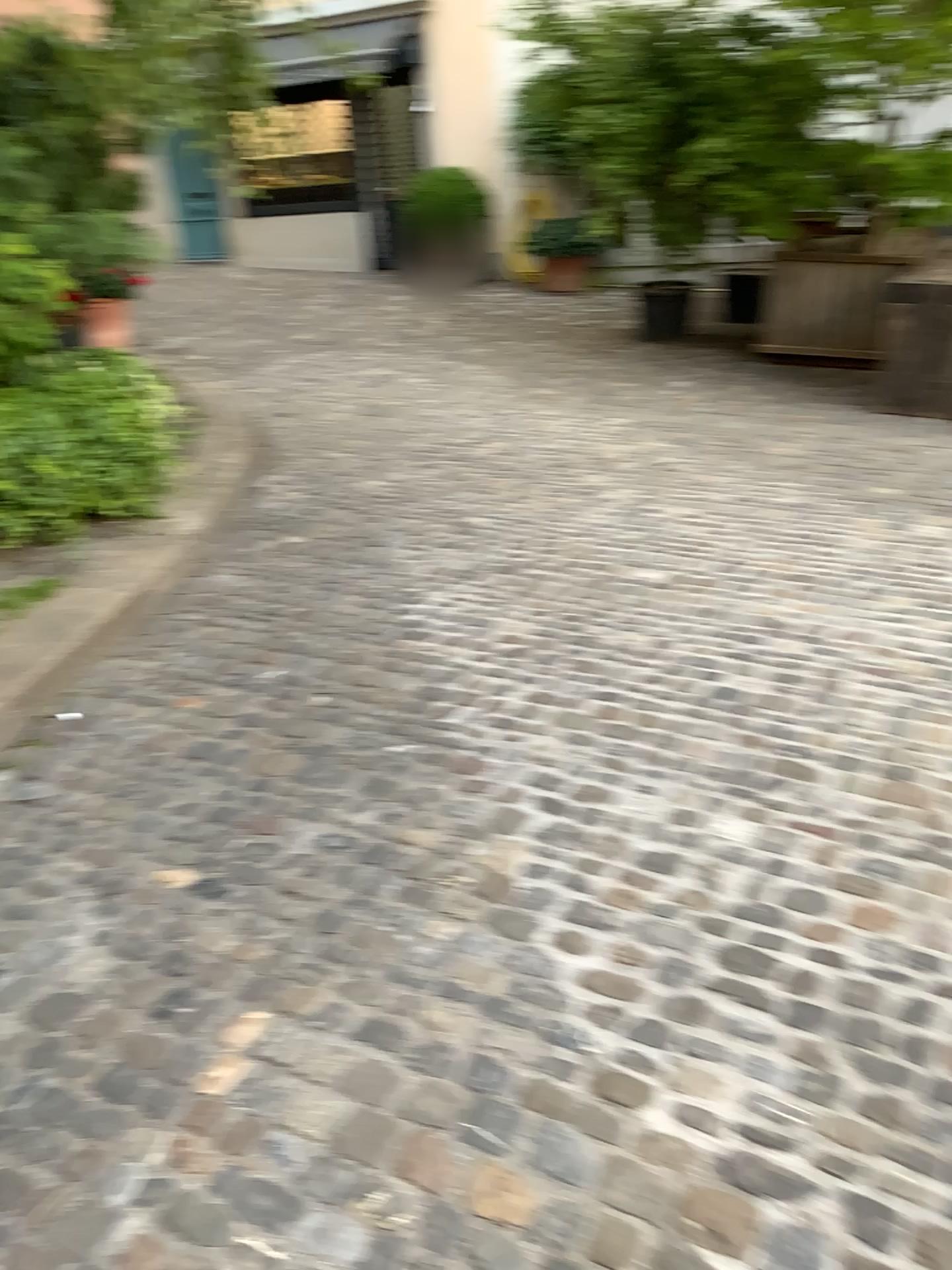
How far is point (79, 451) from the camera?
4.32m

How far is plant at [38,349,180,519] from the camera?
4.3m

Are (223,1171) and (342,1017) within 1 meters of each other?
yes
